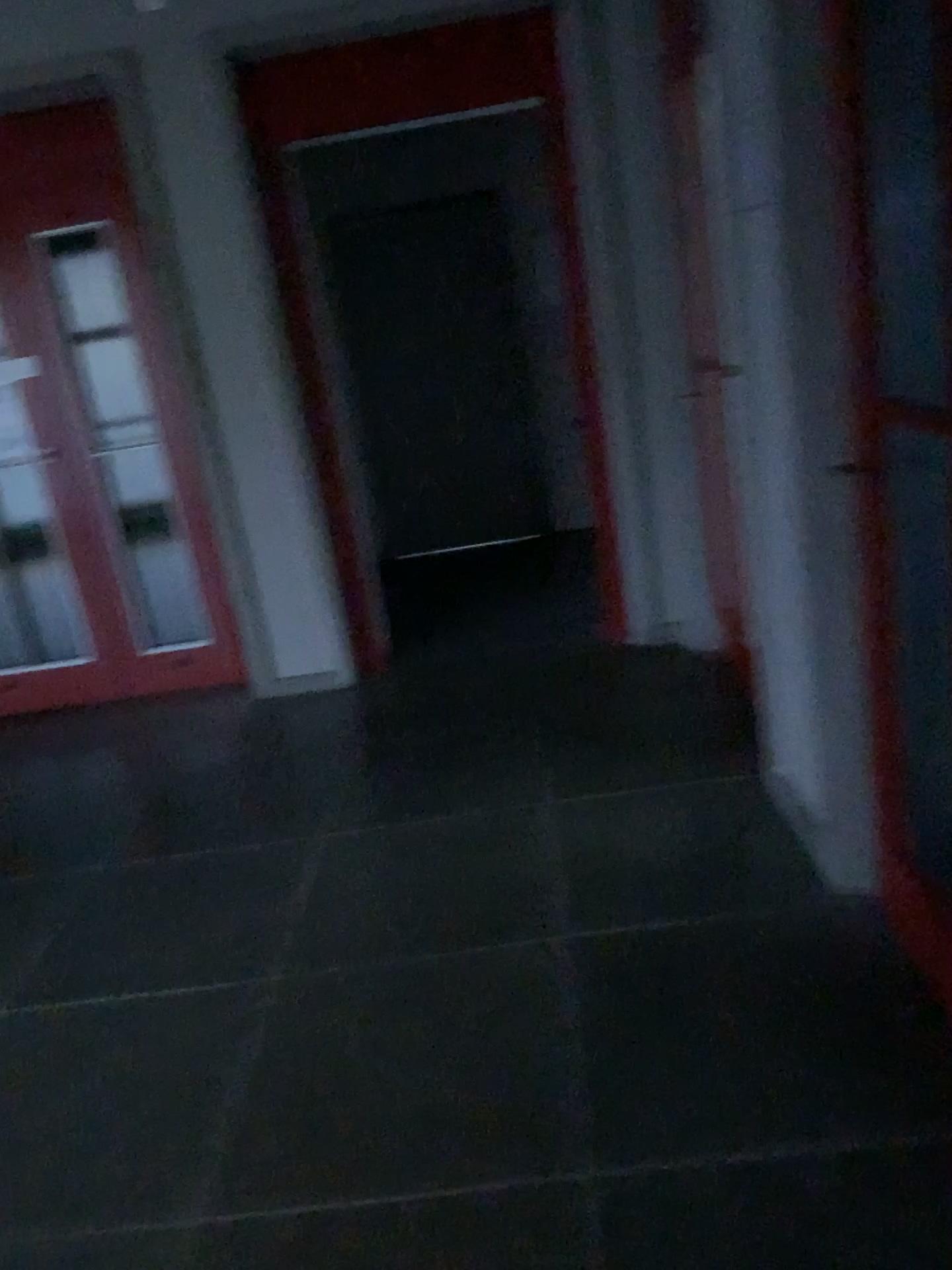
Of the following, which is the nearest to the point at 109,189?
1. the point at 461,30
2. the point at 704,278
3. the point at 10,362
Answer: the point at 10,362

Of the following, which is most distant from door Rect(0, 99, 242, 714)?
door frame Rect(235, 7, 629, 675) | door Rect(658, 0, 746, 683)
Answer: door Rect(658, 0, 746, 683)

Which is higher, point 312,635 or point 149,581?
point 149,581

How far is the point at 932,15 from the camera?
1.8m

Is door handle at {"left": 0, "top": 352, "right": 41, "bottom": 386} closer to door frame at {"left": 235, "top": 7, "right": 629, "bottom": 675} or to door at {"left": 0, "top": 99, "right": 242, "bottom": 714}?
door at {"left": 0, "top": 99, "right": 242, "bottom": 714}

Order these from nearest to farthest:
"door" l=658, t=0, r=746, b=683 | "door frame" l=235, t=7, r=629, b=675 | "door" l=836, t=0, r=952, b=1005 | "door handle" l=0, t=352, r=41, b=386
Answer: "door" l=836, t=0, r=952, b=1005 → "door" l=658, t=0, r=746, b=683 → "door frame" l=235, t=7, r=629, b=675 → "door handle" l=0, t=352, r=41, b=386

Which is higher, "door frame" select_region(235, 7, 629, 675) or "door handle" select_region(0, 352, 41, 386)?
"door frame" select_region(235, 7, 629, 675)

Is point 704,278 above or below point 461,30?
below

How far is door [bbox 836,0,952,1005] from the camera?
1.8 meters

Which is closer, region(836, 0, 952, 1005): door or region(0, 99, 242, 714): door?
region(836, 0, 952, 1005): door
